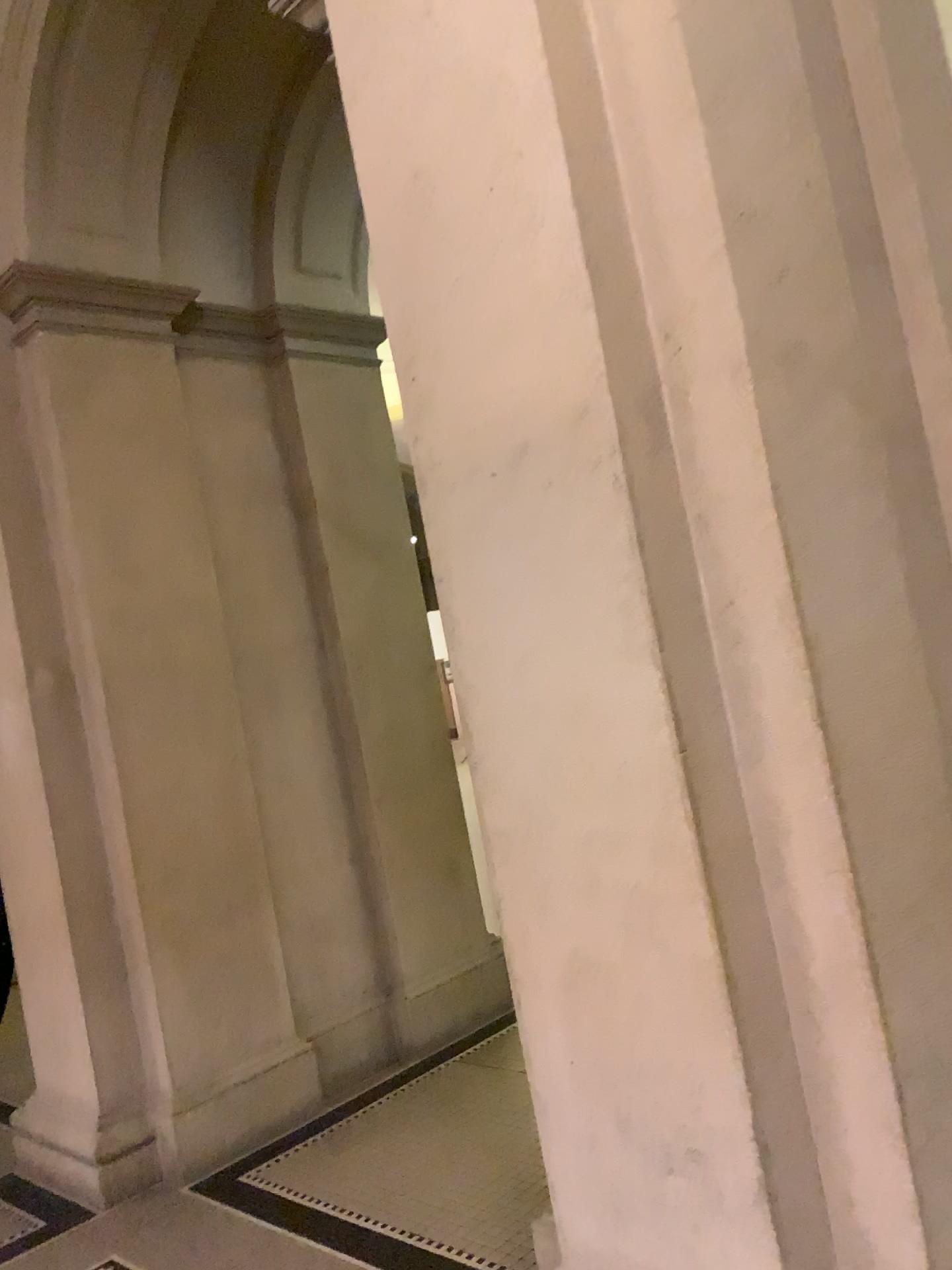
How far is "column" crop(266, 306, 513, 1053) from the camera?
4.5 meters

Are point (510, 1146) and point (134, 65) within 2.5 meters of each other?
no

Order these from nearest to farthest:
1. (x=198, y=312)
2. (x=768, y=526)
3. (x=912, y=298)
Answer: (x=768, y=526)
(x=912, y=298)
(x=198, y=312)

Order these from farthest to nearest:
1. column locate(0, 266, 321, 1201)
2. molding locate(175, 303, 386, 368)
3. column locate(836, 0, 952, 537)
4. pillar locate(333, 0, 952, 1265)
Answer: molding locate(175, 303, 386, 368) → column locate(0, 266, 321, 1201) → column locate(836, 0, 952, 537) → pillar locate(333, 0, 952, 1265)

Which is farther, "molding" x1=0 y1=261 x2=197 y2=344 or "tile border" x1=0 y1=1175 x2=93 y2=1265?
"molding" x1=0 y1=261 x2=197 y2=344

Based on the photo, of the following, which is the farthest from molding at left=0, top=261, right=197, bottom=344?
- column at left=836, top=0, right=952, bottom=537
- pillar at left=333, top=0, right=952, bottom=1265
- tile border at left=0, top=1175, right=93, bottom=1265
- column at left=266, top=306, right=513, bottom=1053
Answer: tile border at left=0, top=1175, right=93, bottom=1265

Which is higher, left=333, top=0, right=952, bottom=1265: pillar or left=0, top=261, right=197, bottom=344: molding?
left=0, top=261, right=197, bottom=344: molding

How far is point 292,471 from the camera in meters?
4.5 m

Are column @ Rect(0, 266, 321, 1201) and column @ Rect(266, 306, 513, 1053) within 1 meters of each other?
yes

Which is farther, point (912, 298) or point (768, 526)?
point (912, 298)
